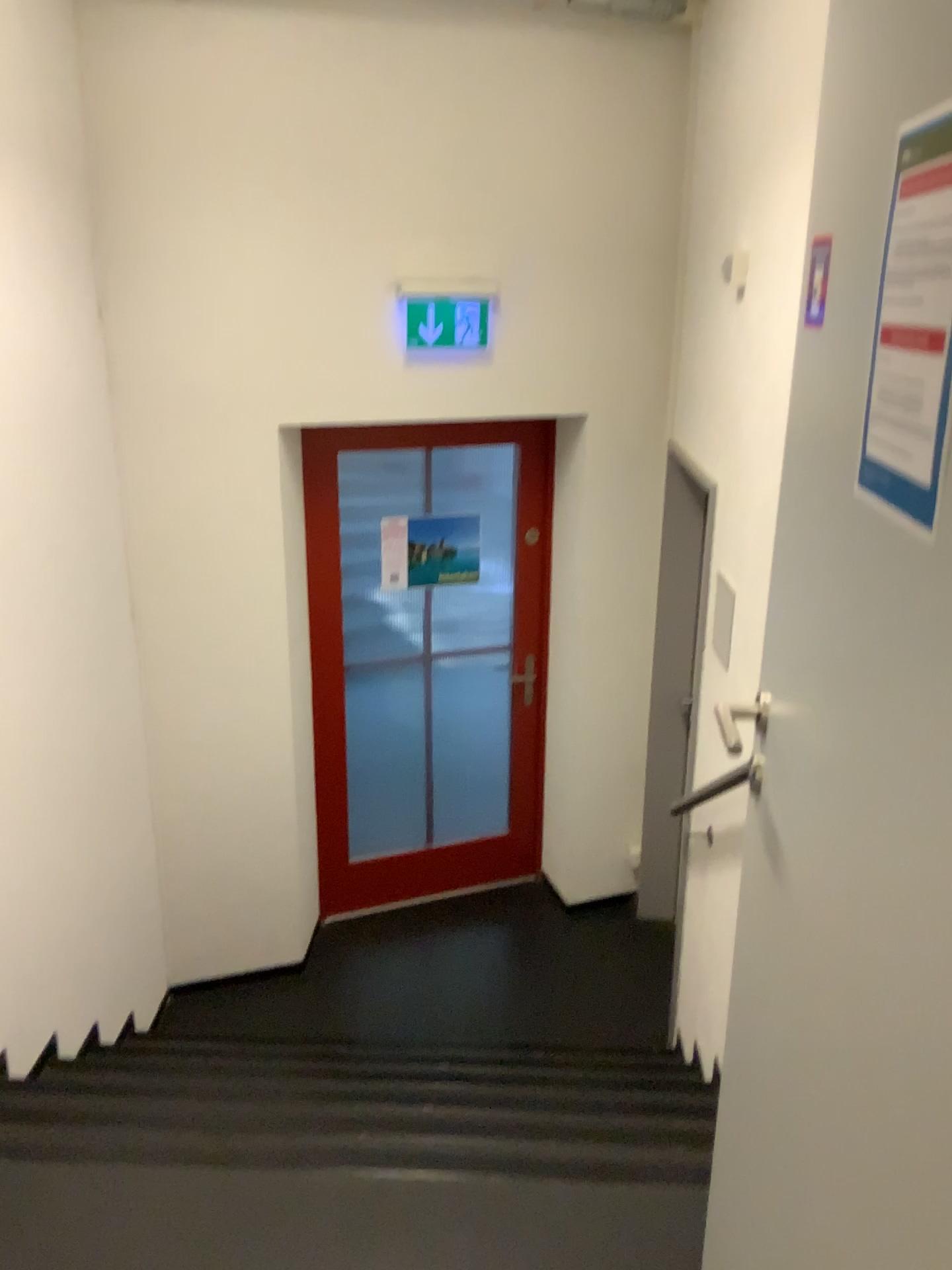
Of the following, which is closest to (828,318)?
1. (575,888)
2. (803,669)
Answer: (803,669)

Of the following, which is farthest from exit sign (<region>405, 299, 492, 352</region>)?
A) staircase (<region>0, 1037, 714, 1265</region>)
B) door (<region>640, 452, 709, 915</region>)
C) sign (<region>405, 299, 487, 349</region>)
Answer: staircase (<region>0, 1037, 714, 1265</region>)

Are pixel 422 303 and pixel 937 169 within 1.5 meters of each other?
no

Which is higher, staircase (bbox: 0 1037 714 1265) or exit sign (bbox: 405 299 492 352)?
exit sign (bbox: 405 299 492 352)

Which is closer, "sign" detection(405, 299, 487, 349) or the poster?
"sign" detection(405, 299, 487, 349)

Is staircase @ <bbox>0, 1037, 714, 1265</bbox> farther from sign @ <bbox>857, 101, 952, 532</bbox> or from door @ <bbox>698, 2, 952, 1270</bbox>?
sign @ <bbox>857, 101, 952, 532</bbox>

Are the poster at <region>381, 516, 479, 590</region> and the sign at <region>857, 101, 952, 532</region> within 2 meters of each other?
no

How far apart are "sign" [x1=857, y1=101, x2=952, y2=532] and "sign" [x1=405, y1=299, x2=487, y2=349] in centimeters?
284cm

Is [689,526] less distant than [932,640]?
No

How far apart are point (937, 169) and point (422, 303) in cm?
294
